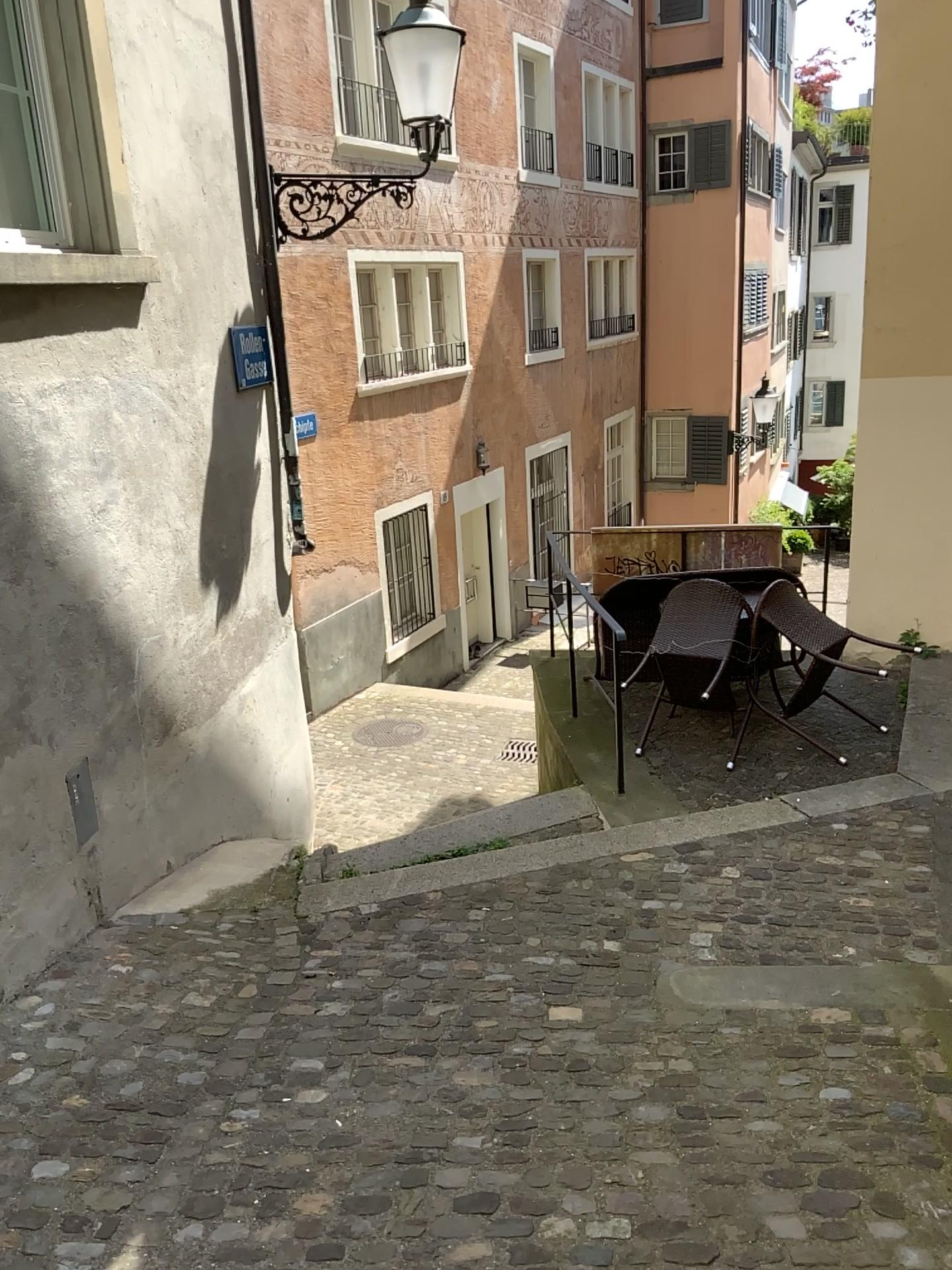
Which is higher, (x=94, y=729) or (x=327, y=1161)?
(x=94, y=729)
